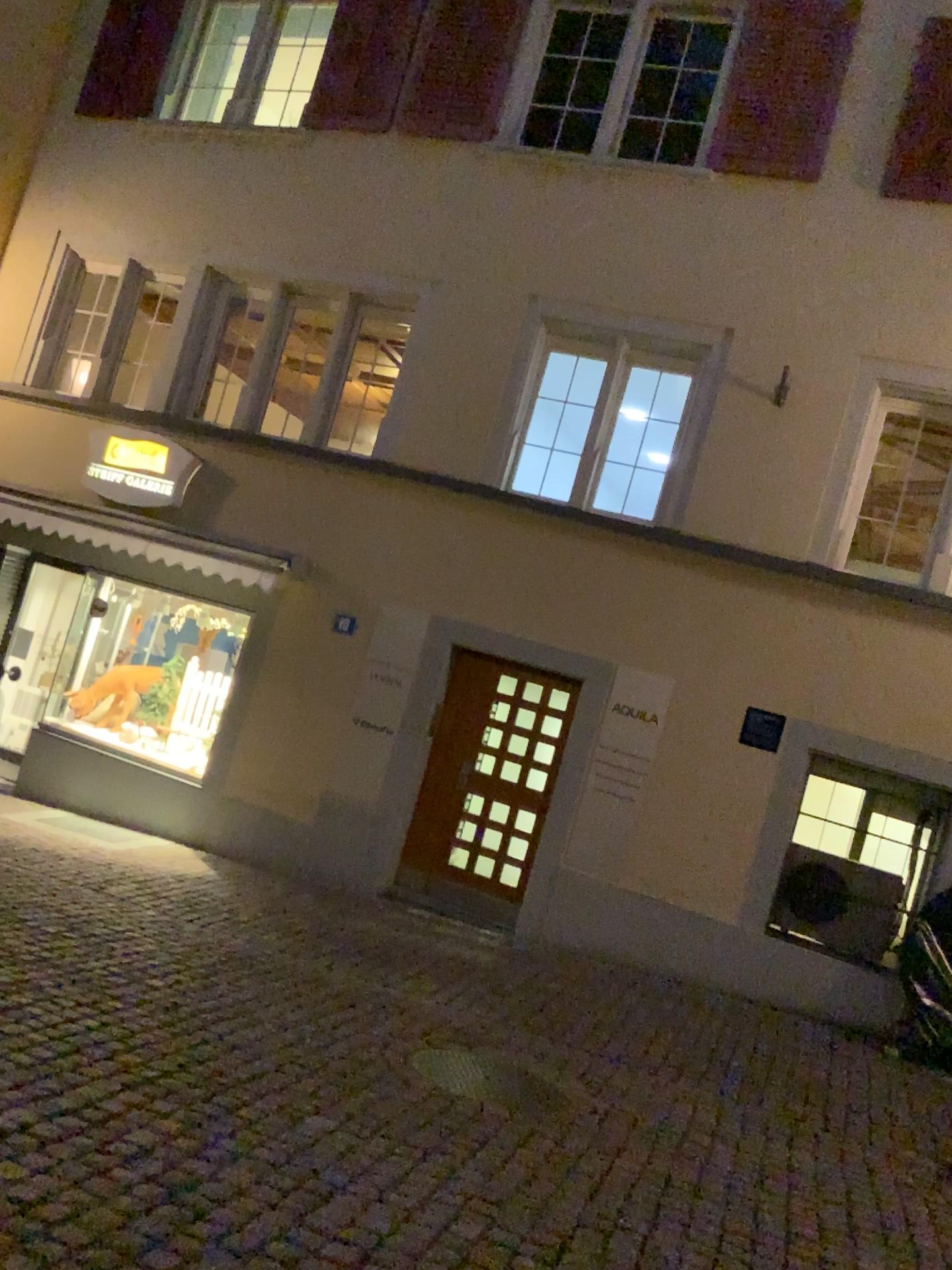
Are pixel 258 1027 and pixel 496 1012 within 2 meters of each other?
yes
